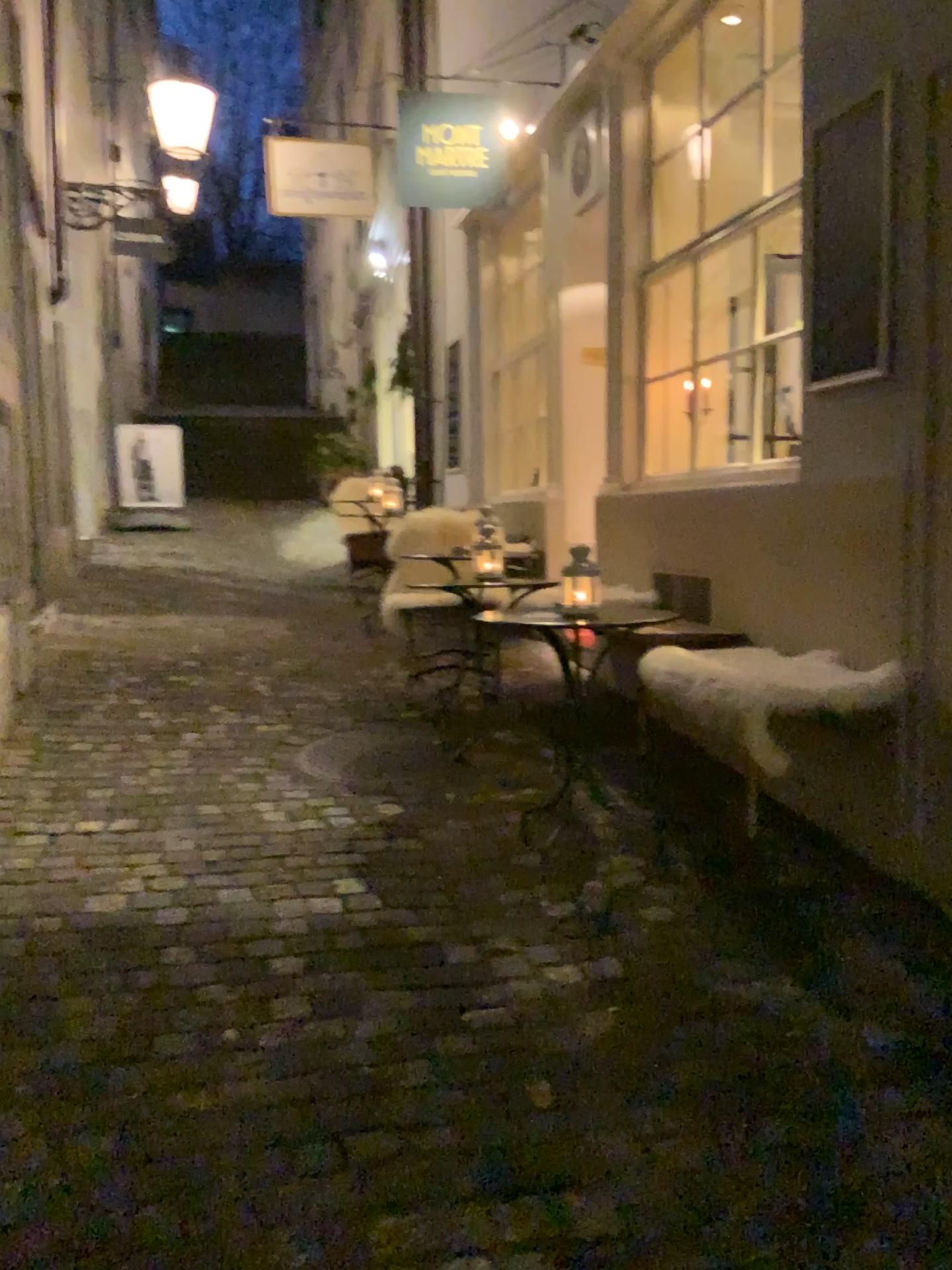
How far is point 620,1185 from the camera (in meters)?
1.86

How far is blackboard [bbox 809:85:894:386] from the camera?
2.9m

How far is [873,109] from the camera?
2.9m
